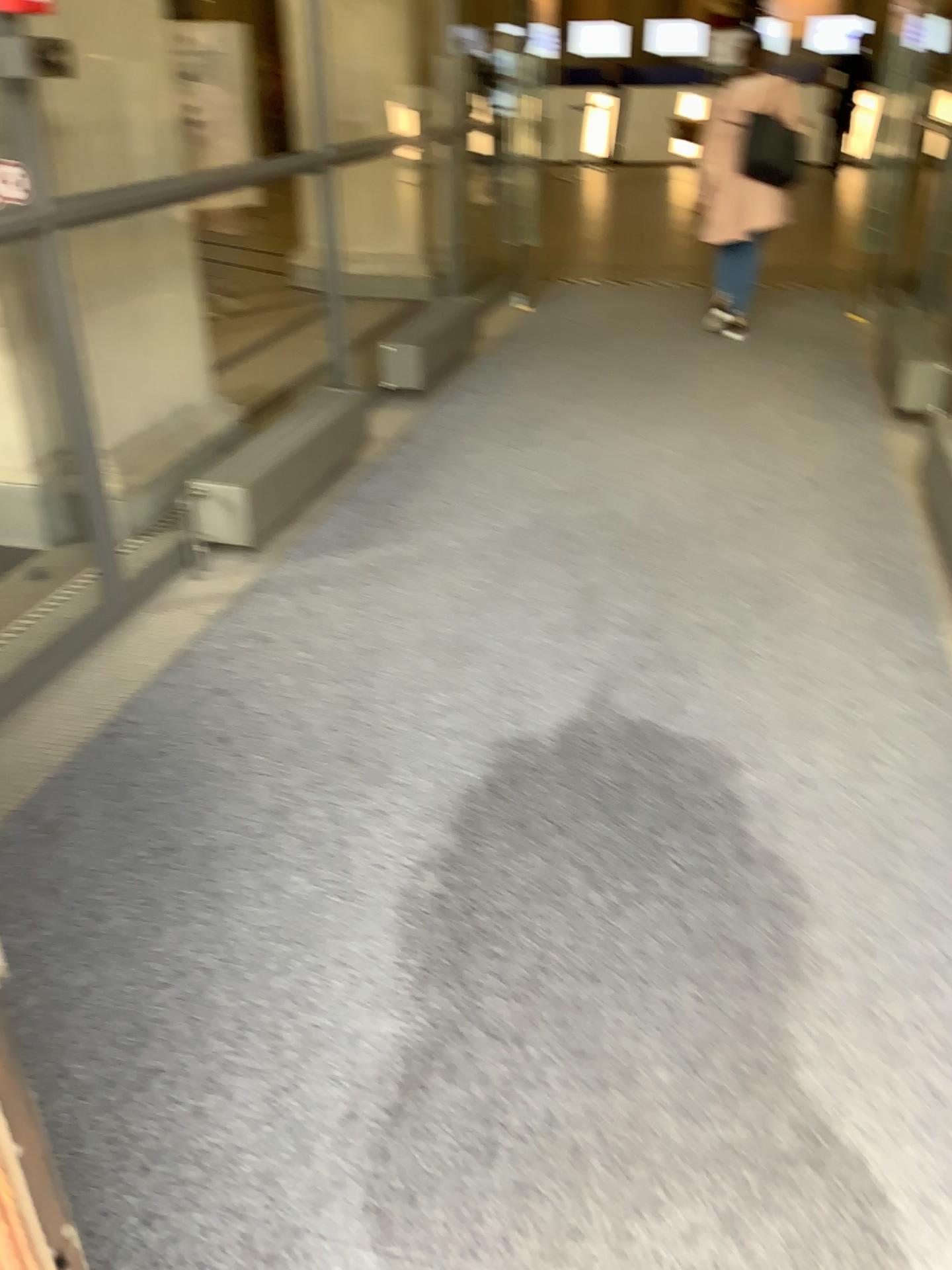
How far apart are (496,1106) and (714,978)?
0.5 meters
